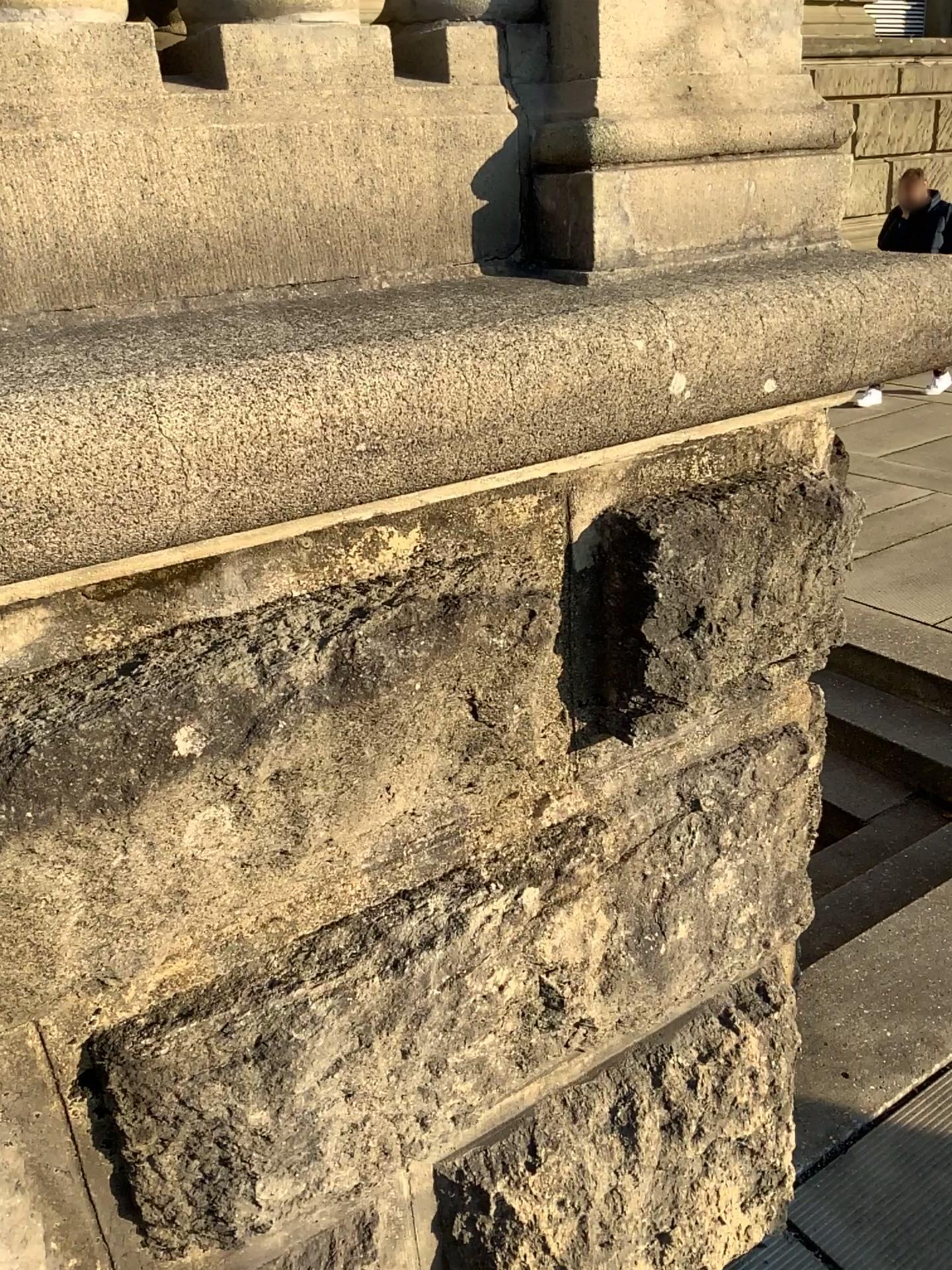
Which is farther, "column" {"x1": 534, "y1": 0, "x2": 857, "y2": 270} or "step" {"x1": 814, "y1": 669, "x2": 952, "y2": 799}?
"step" {"x1": 814, "y1": 669, "x2": 952, "y2": 799}

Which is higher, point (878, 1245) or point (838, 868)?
point (878, 1245)

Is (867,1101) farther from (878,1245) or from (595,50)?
(595,50)

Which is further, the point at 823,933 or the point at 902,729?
the point at 902,729

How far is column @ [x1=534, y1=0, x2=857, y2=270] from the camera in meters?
1.2

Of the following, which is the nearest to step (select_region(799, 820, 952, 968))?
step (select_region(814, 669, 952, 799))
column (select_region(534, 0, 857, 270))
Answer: step (select_region(814, 669, 952, 799))

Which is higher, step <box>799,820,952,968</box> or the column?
the column

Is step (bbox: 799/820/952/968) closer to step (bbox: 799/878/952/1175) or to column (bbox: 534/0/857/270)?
step (bbox: 799/878/952/1175)

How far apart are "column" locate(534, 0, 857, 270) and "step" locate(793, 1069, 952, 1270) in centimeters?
181cm

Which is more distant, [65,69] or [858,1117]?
[858,1117]
